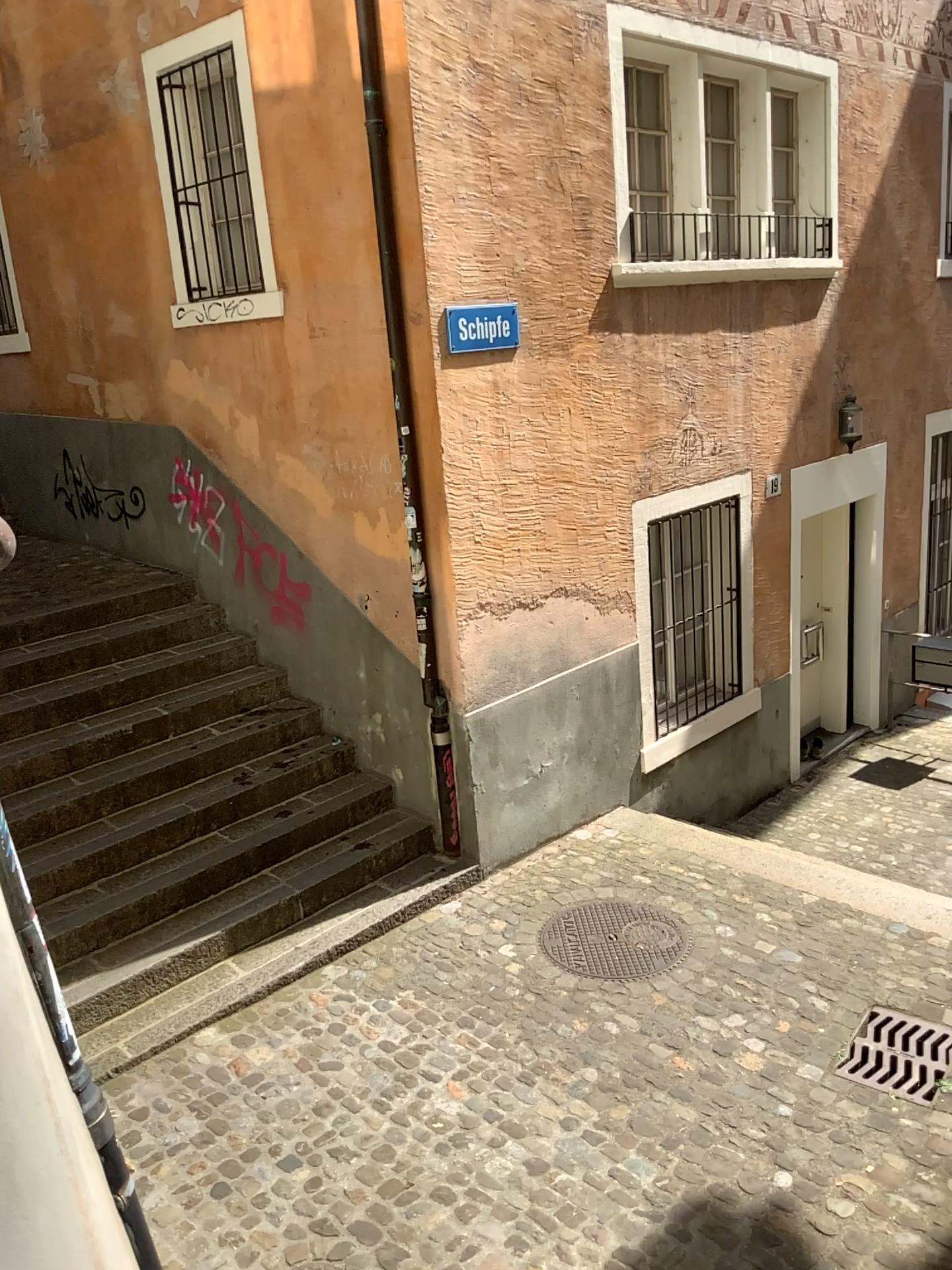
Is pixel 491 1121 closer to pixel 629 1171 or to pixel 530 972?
pixel 629 1171
